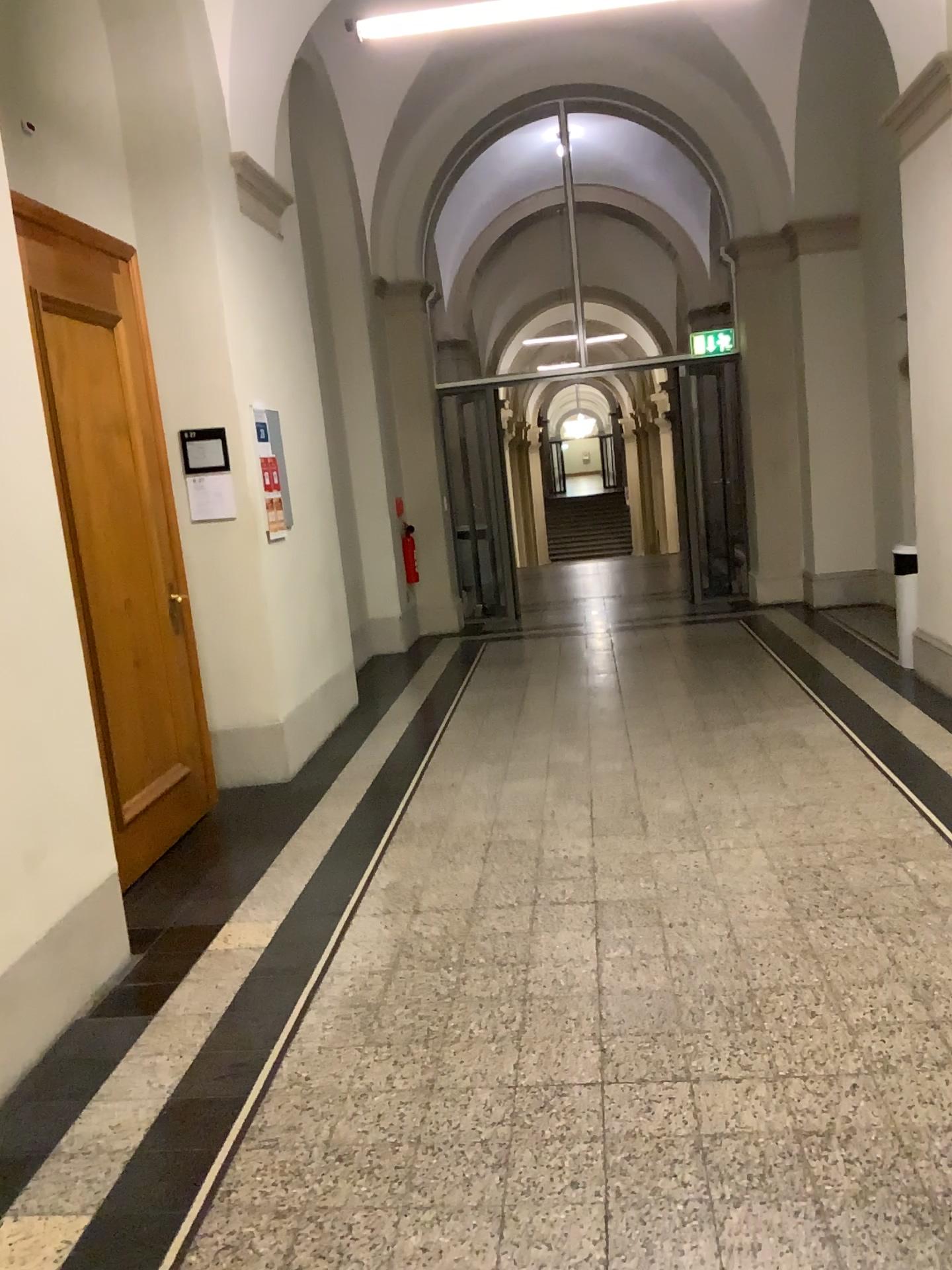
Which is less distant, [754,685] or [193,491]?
[193,491]
